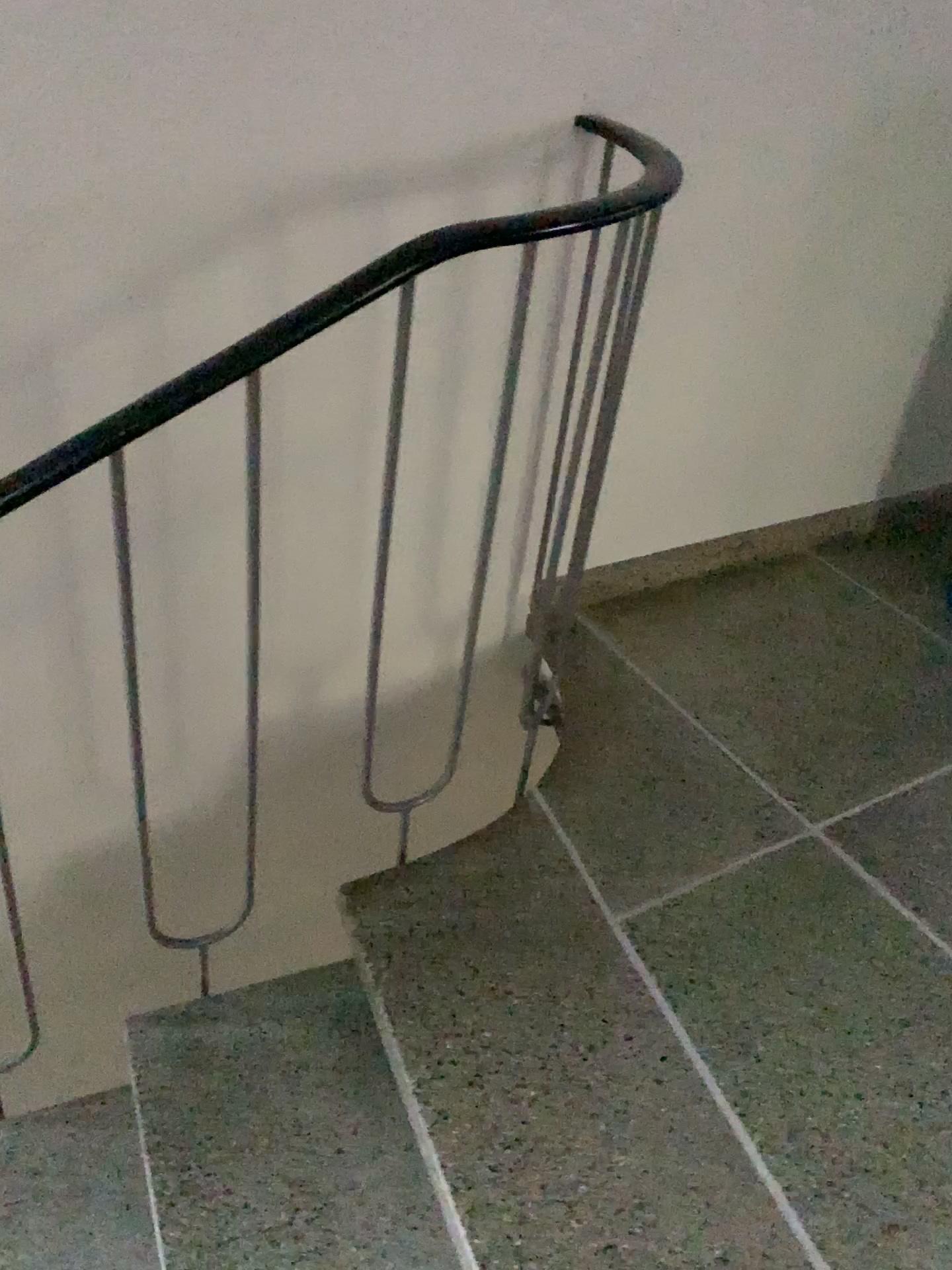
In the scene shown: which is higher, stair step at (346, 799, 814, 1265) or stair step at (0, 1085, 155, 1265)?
stair step at (346, 799, 814, 1265)

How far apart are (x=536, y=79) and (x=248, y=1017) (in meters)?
1.41

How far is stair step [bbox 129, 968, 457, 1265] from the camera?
1.3m

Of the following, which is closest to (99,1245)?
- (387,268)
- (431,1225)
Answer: (431,1225)

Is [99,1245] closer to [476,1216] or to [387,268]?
[476,1216]

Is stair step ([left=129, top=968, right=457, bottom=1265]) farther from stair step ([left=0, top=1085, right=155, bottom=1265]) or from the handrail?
the handrail

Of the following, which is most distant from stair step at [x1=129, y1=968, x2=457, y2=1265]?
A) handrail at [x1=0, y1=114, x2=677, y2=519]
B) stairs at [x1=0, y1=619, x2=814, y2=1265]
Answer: handrail at [x1=0, y1=114, x2=677, y2=519]

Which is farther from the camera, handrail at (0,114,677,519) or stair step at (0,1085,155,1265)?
stair step at (0,1085,155,1265)

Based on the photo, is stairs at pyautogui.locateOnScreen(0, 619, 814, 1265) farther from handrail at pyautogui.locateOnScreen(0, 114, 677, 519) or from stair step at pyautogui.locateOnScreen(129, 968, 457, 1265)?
handrail at pyautogui.locateOnScreen(0, 114, 677, 519)

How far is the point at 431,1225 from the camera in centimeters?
129cm
